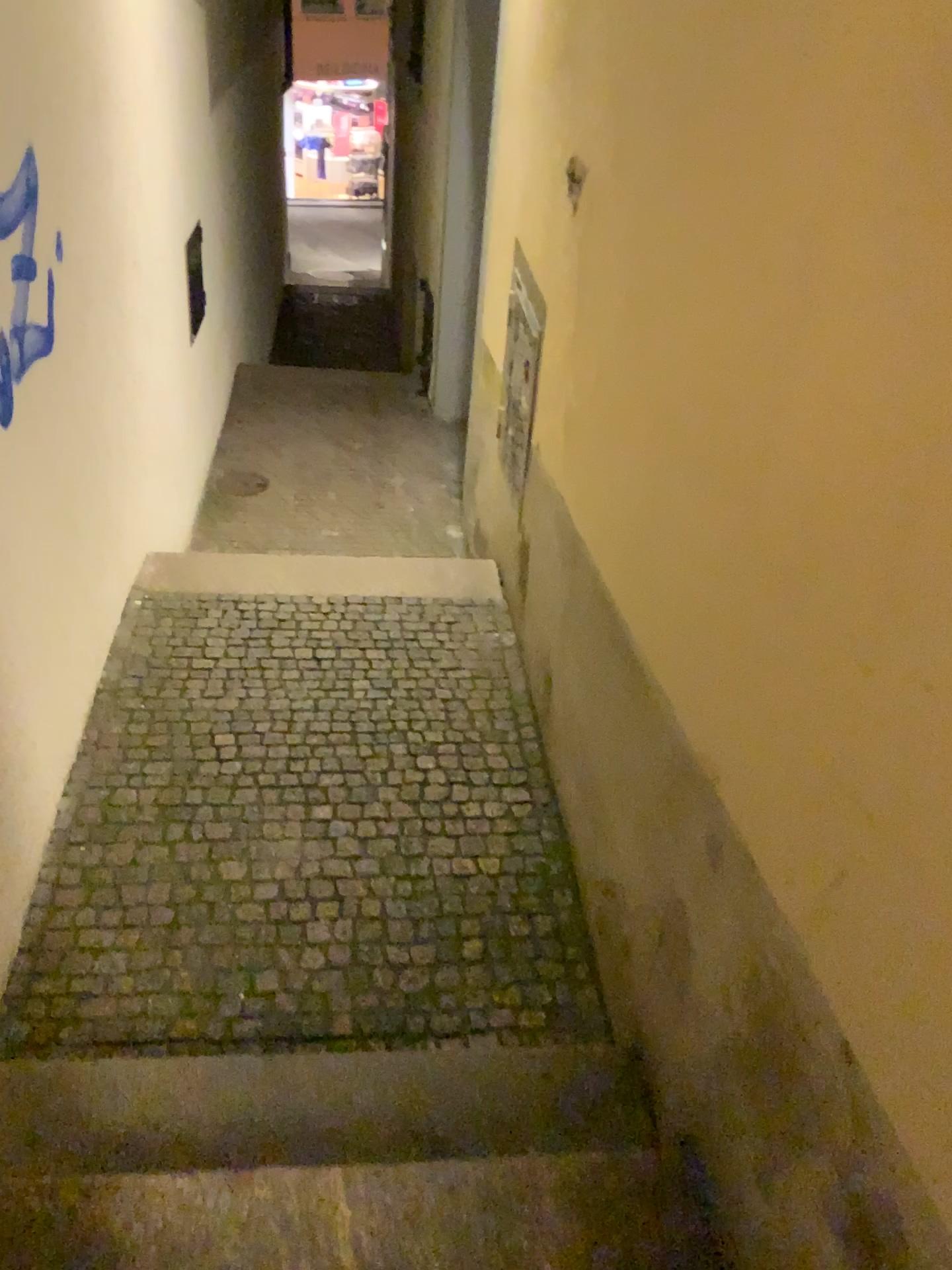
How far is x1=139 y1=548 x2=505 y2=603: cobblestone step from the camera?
3.97m

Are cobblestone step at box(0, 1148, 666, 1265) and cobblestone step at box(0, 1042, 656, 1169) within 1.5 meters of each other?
yes

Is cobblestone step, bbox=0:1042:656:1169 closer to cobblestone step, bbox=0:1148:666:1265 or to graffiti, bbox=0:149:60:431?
cobblestone step, bbox=0:1148:666:1265

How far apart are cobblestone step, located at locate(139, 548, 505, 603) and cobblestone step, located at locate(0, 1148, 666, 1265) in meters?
2.5

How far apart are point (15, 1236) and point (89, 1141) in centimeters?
28cm

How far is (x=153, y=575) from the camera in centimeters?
397cm

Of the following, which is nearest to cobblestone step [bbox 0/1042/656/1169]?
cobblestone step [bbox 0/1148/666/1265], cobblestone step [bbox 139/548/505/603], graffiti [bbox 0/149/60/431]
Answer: cobblestone step [bbox 0/1148/666/1265]

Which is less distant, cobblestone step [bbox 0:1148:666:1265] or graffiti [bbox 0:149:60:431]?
cobblestone step [bbox 0:1148:666:1265]

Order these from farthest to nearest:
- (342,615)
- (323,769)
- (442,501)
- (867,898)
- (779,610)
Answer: (442,501)
(342,615)
(323,769)
(779,610)
(867,898)

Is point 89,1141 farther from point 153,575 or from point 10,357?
point 153,575
